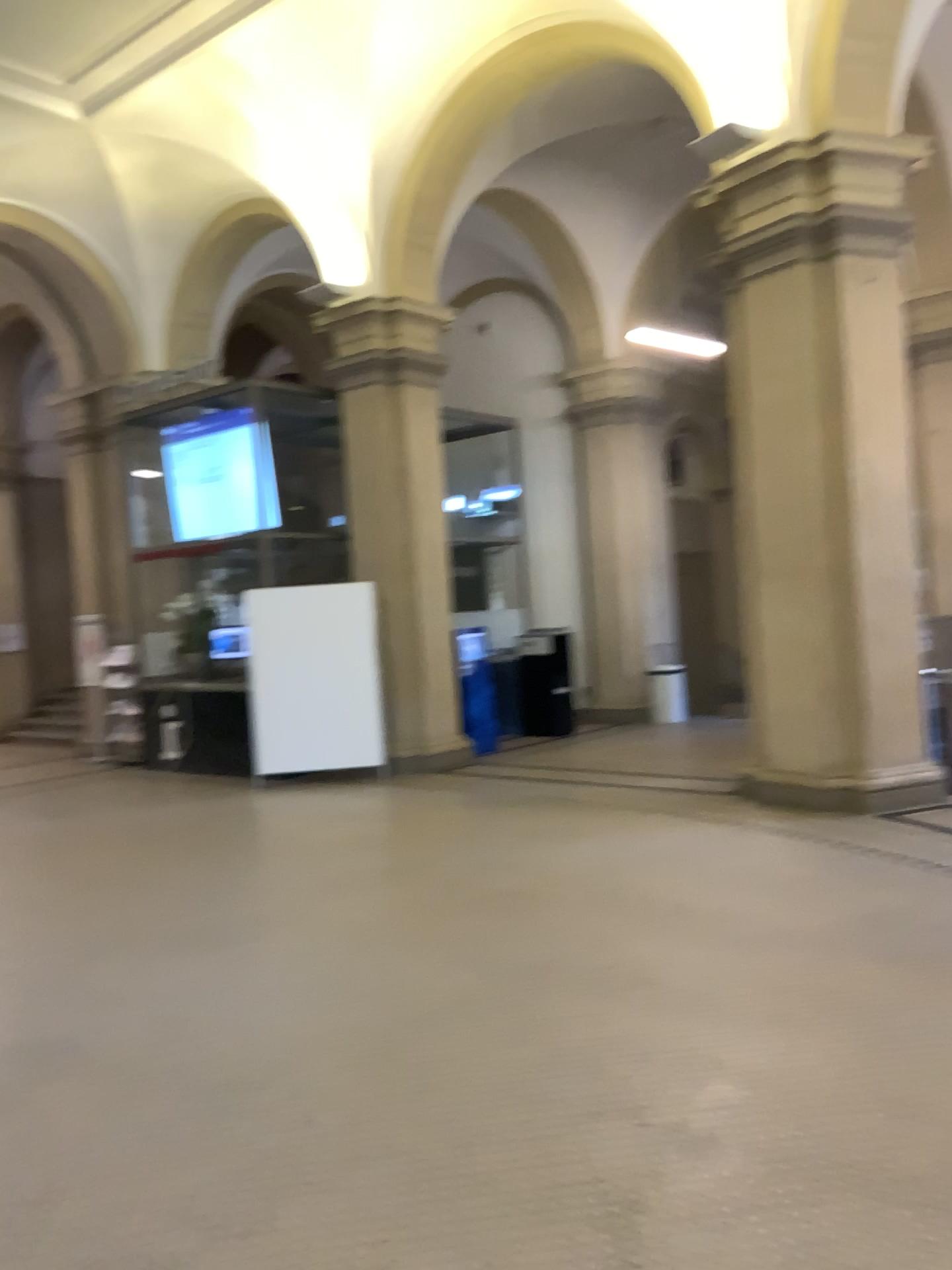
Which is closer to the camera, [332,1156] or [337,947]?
[332,1156]
